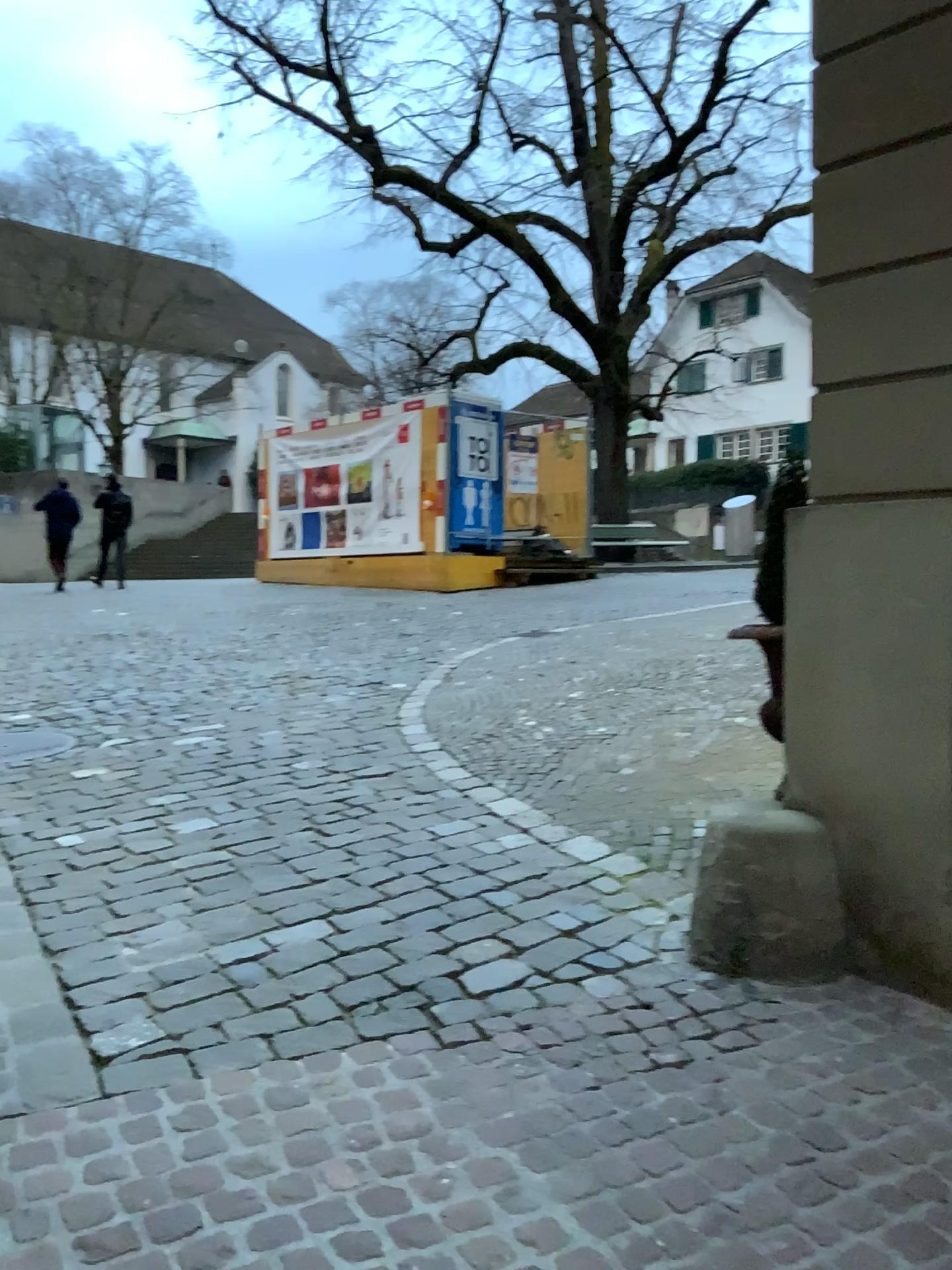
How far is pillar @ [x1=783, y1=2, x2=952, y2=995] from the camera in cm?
286

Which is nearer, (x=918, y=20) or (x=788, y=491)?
(x=918, y=20)

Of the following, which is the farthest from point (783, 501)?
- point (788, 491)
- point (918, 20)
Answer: point (918, 20)

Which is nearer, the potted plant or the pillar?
the pillar

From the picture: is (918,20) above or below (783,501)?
above

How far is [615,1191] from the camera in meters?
2.1 m

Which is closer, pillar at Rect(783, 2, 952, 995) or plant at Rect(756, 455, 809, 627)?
pillar at Rect(783, 2, 952, 995)
